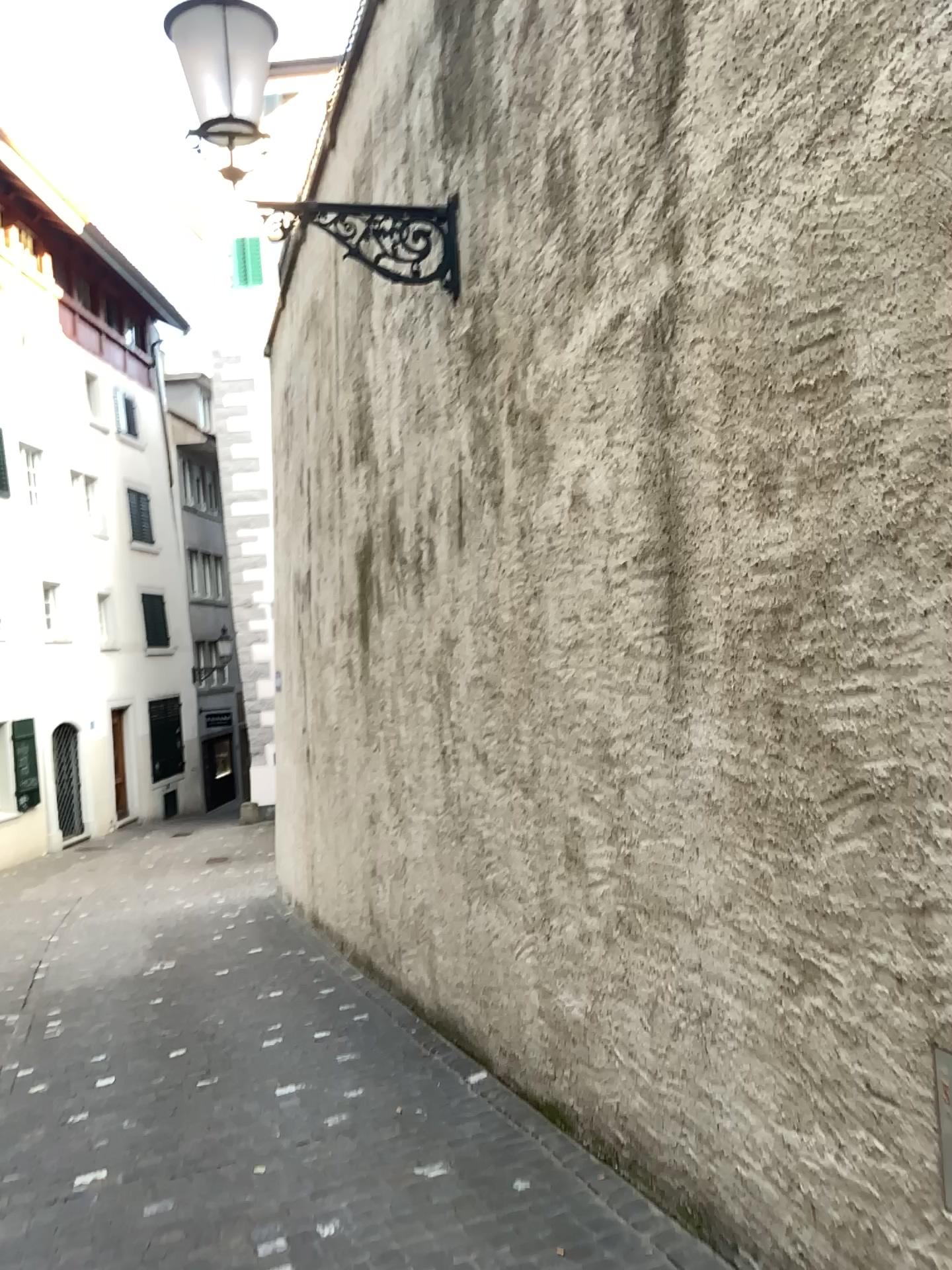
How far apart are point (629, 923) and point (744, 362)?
1.64m
